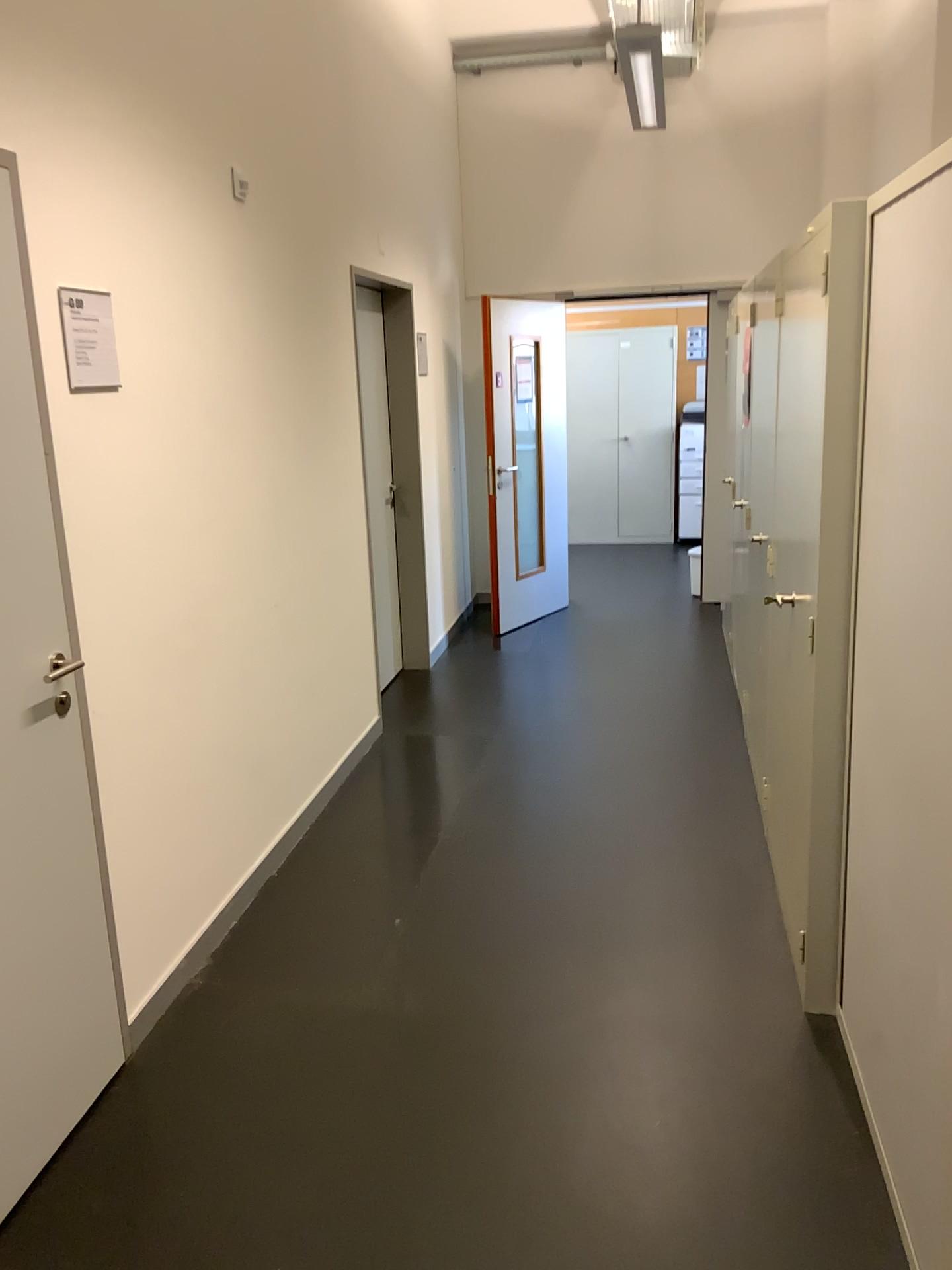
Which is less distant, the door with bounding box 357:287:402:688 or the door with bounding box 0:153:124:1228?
the door with bounding box 0:153:124:1228

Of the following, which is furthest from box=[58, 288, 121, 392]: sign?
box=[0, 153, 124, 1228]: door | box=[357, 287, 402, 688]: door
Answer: box=[357, 287, 402, 688]: door

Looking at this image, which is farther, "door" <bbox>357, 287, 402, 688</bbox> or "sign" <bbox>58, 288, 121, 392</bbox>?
"door" <bbox>357, 287, 402, 688</bbox>

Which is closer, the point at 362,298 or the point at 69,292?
the point at 69,292

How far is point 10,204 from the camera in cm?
206

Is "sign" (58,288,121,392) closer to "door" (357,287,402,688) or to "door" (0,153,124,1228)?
"door" (0,153,124,1228)

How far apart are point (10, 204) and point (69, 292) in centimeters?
25cm

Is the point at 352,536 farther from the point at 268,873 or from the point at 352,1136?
the point at 352,1136

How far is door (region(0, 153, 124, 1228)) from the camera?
2.1 meters
